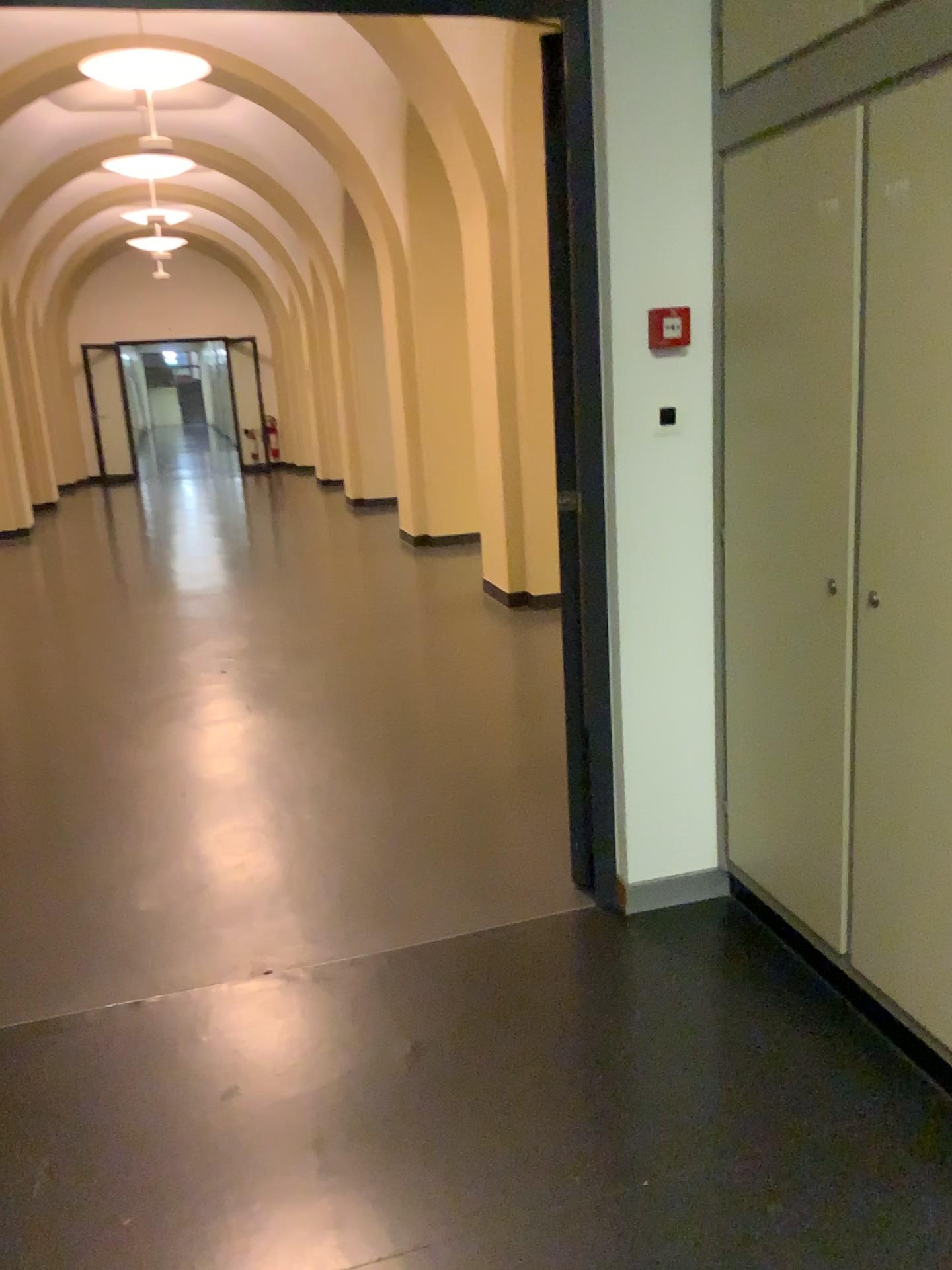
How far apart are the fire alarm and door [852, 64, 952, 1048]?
0.6m

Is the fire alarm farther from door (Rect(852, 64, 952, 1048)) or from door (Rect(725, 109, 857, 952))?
door (Rect(852, 64, 952, 1048))

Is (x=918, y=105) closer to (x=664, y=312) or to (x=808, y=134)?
(x=808, y=134)

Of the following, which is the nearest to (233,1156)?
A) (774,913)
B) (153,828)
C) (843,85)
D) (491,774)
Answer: (774,913)

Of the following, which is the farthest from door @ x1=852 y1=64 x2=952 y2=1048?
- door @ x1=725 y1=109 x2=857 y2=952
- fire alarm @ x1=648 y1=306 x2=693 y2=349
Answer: fire alarm @ x1=648 y1=306 x2=693 y2=349

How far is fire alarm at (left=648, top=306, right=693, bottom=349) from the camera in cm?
246

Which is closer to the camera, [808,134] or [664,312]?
[808,134]

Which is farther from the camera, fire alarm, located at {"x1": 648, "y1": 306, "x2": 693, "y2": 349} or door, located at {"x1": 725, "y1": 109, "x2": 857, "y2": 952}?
fire alarm, located at {"x1": 648, "y1": 306, "x2": 693, "y2": 349}

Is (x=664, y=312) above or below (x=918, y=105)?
below
